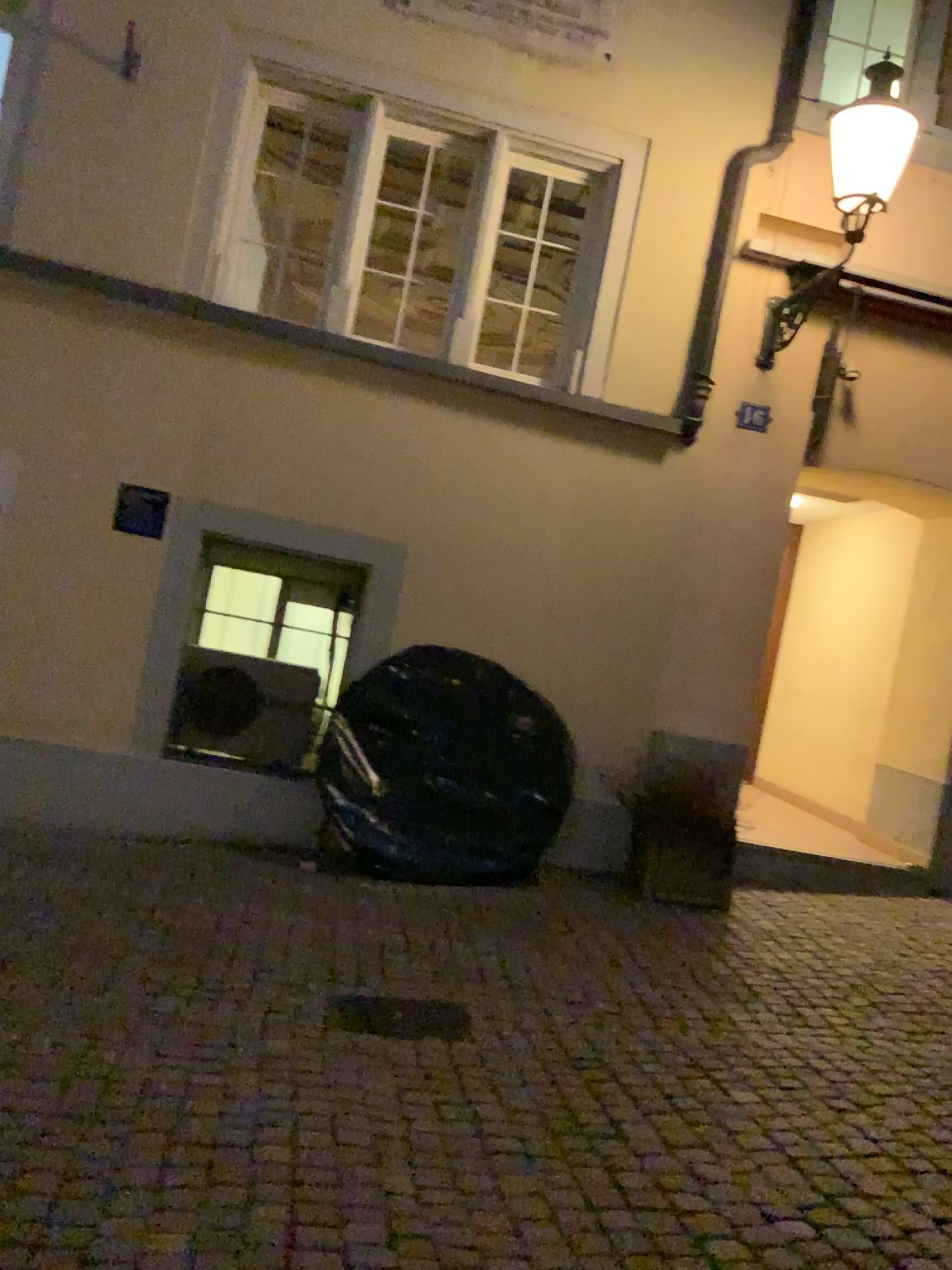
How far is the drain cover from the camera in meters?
3.8 m

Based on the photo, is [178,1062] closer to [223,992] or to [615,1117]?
[223,992]

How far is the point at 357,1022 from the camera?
3.8m
